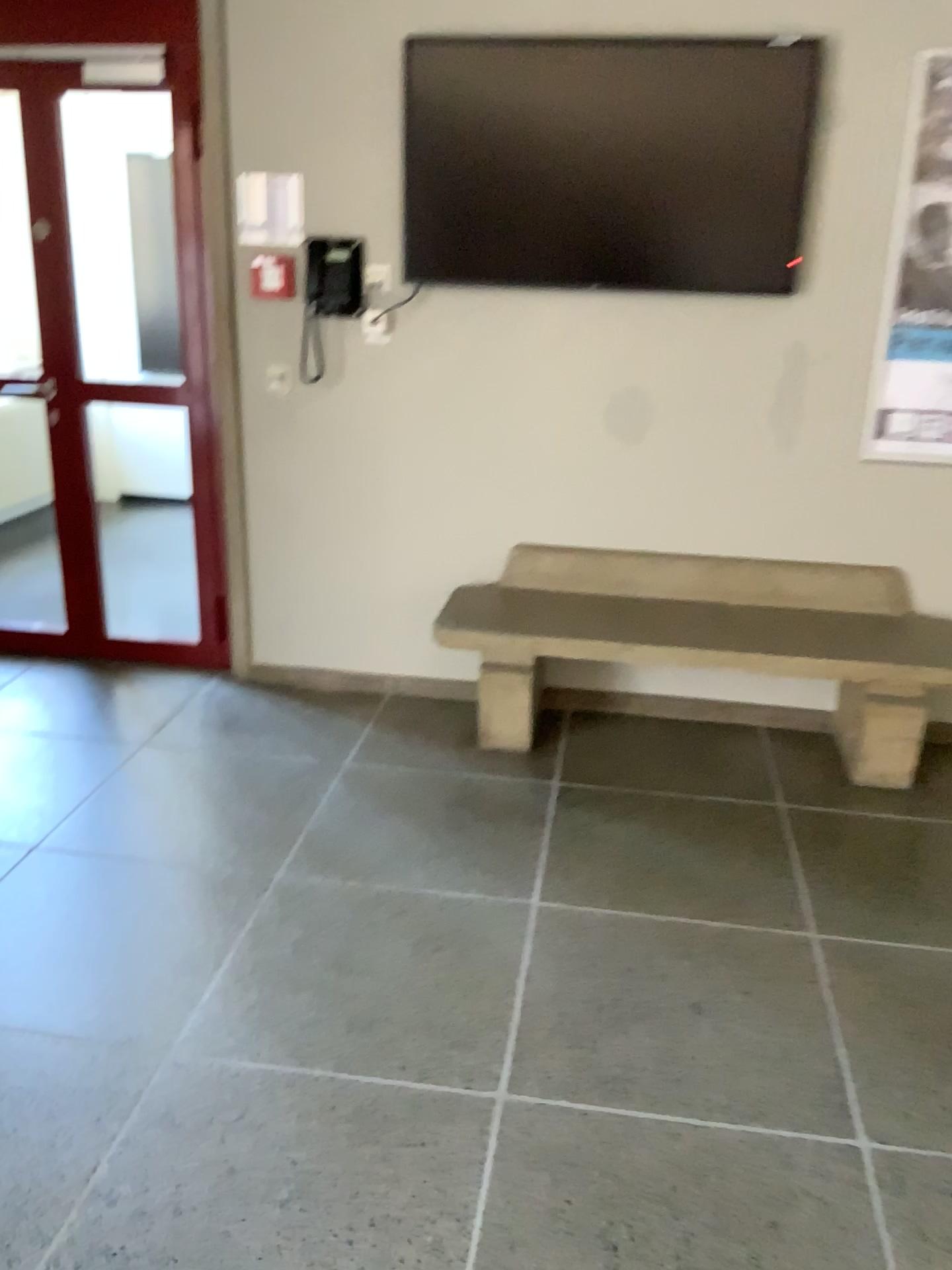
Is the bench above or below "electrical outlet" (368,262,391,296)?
below

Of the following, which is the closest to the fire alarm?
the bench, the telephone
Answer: the telephone

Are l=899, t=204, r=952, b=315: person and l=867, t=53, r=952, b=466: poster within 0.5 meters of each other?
yes

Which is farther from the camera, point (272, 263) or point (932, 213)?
point (272, 263)

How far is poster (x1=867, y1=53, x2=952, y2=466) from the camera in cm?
323

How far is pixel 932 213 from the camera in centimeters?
329cm

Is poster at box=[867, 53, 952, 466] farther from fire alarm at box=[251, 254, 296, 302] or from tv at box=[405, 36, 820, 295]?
fire alarm at box=[251, 254, 296, 302]

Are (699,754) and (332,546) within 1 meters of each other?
no

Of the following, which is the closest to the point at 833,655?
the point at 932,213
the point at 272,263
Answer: the point at 932,213

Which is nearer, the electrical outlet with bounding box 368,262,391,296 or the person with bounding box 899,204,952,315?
the person with bounding box 899,204,952,315
